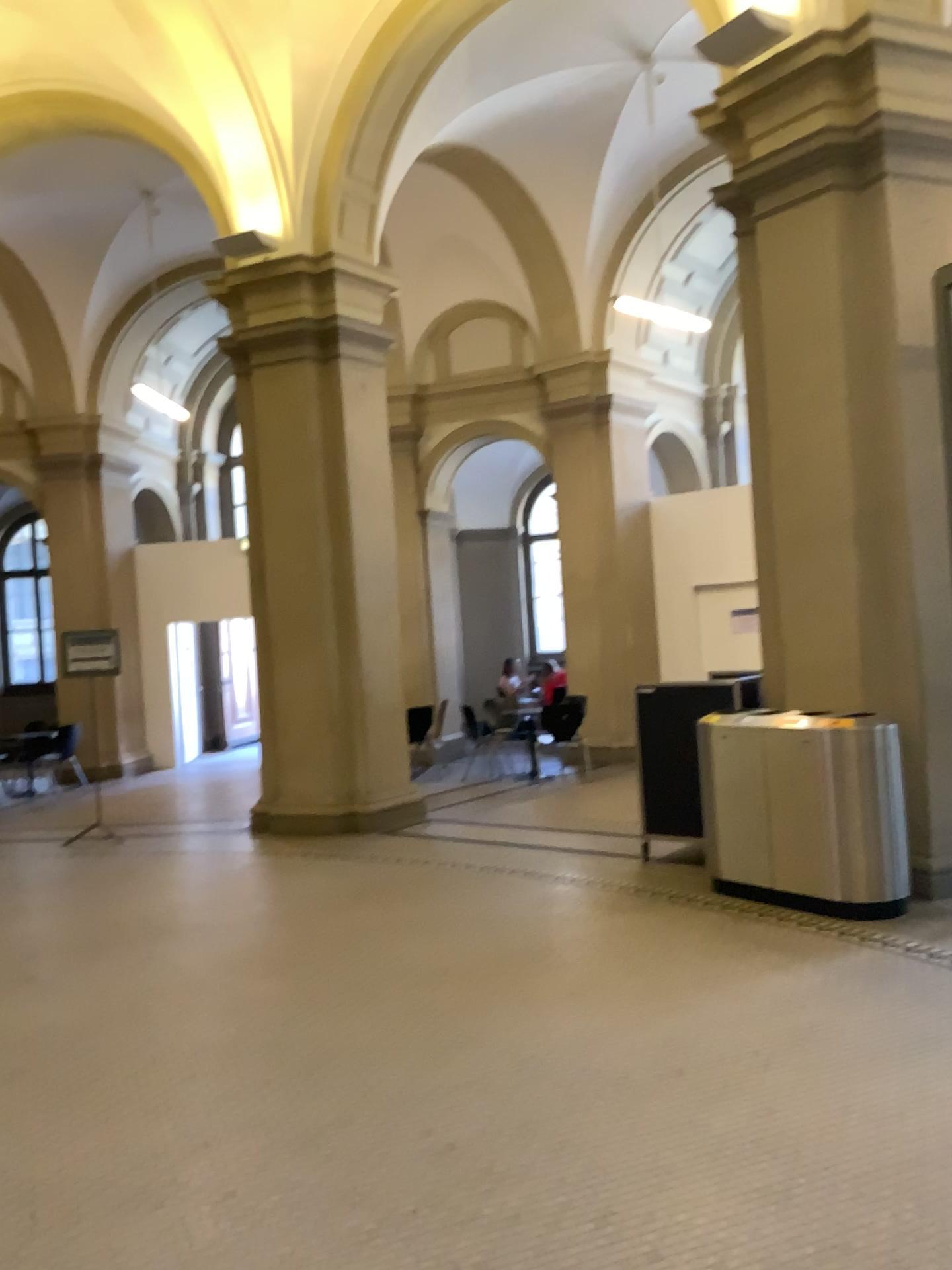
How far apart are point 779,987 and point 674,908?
1.2m
